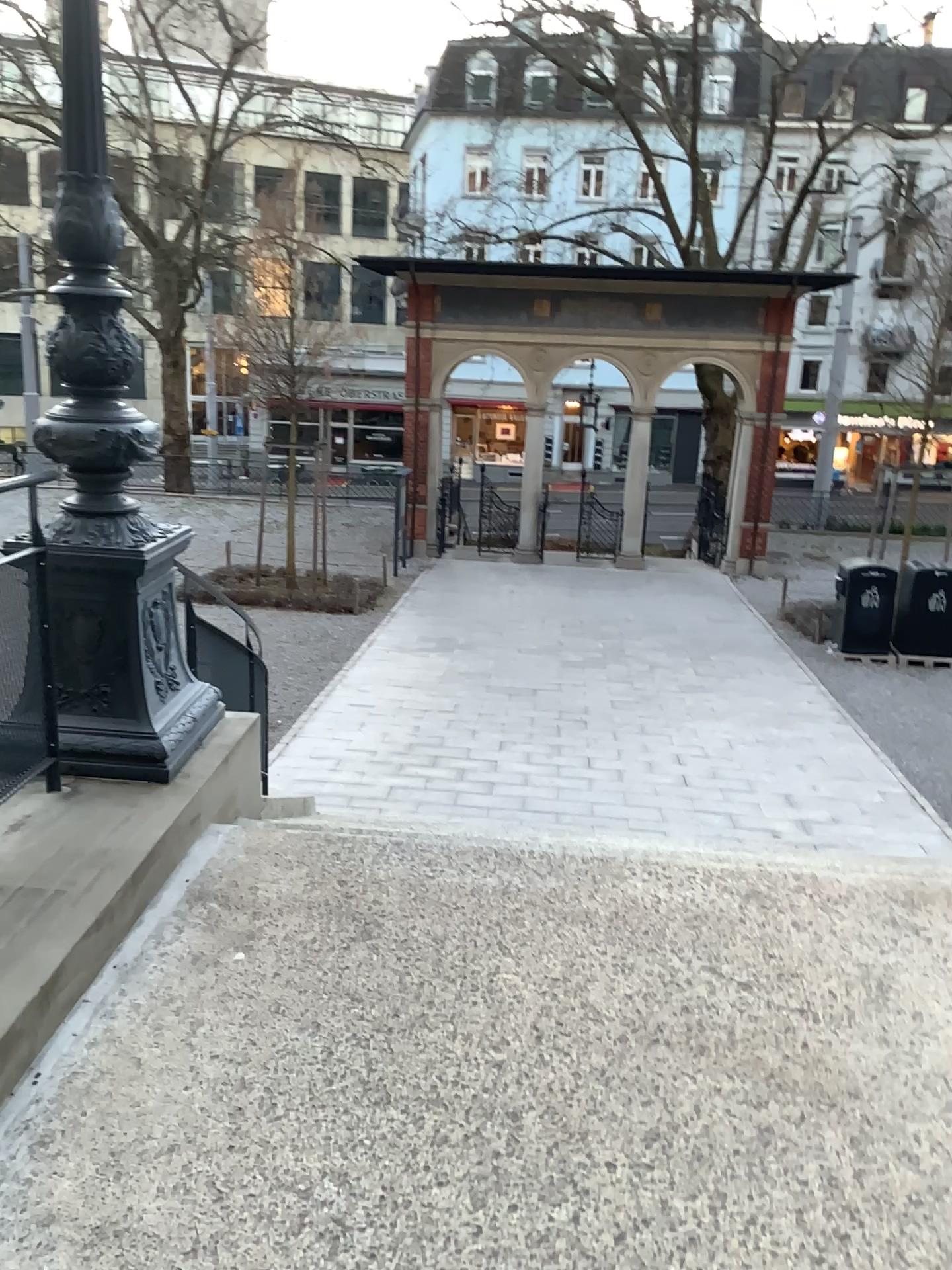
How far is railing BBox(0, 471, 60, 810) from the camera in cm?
319

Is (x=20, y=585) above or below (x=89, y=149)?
below

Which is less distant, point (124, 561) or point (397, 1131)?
point (397, 1131)

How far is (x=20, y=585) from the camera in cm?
319
